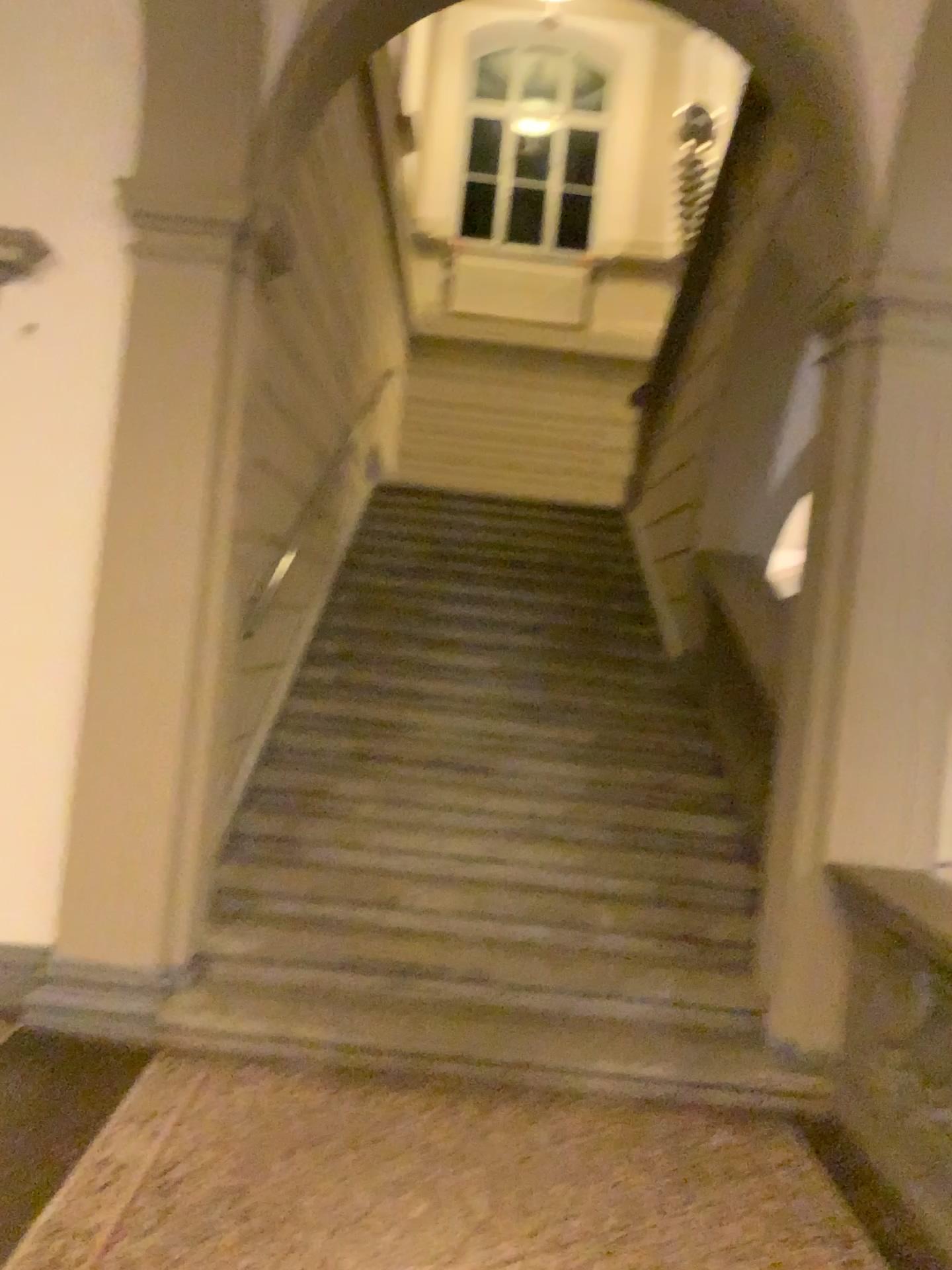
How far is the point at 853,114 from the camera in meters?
3.8 m

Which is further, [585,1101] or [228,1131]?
[585,1101]

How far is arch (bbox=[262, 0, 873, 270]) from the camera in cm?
379
